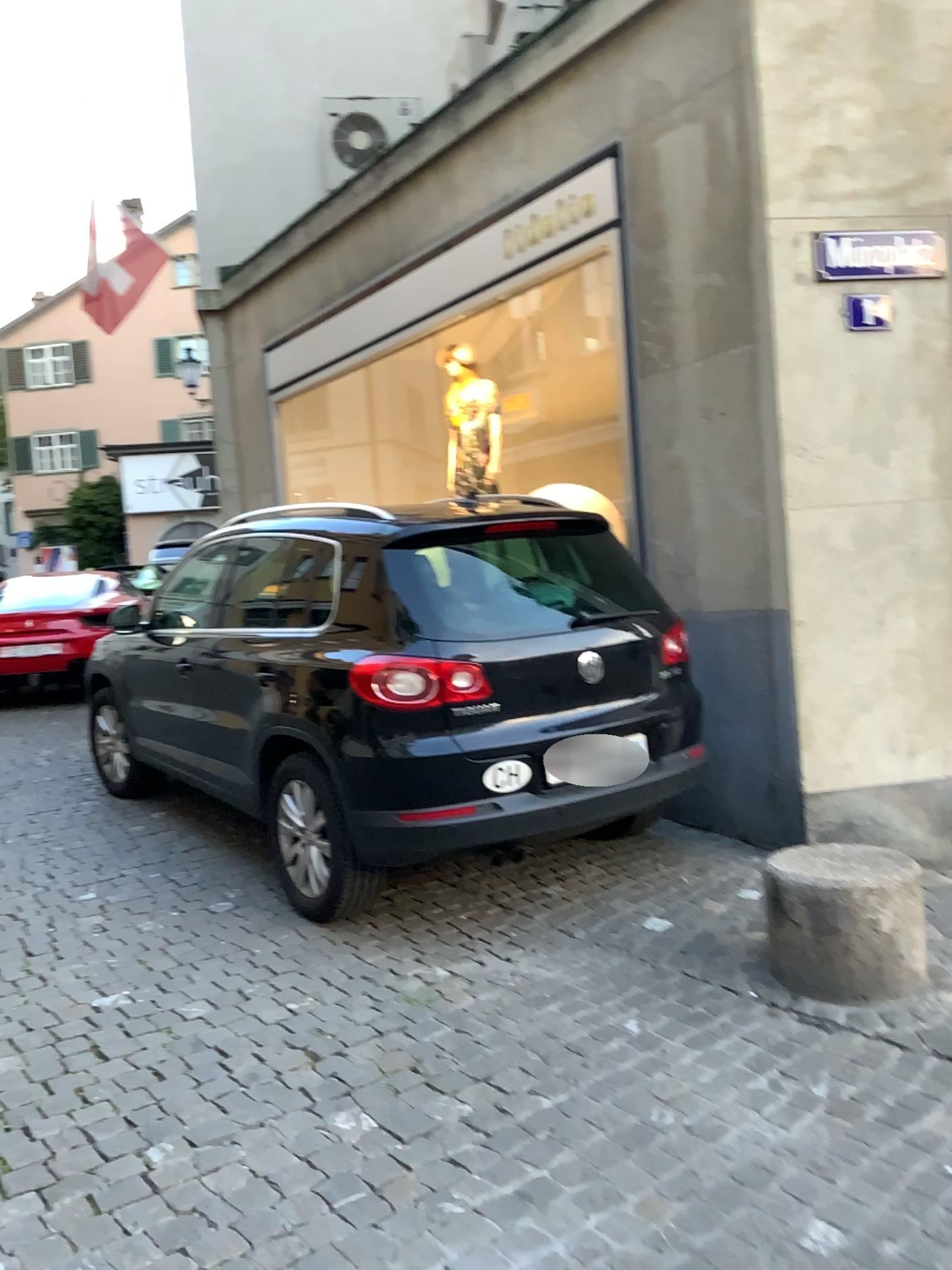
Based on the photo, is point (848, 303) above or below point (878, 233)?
below

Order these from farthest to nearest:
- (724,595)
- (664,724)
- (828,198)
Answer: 1. (724,595)
2. (828,198)
3. (664,724)
